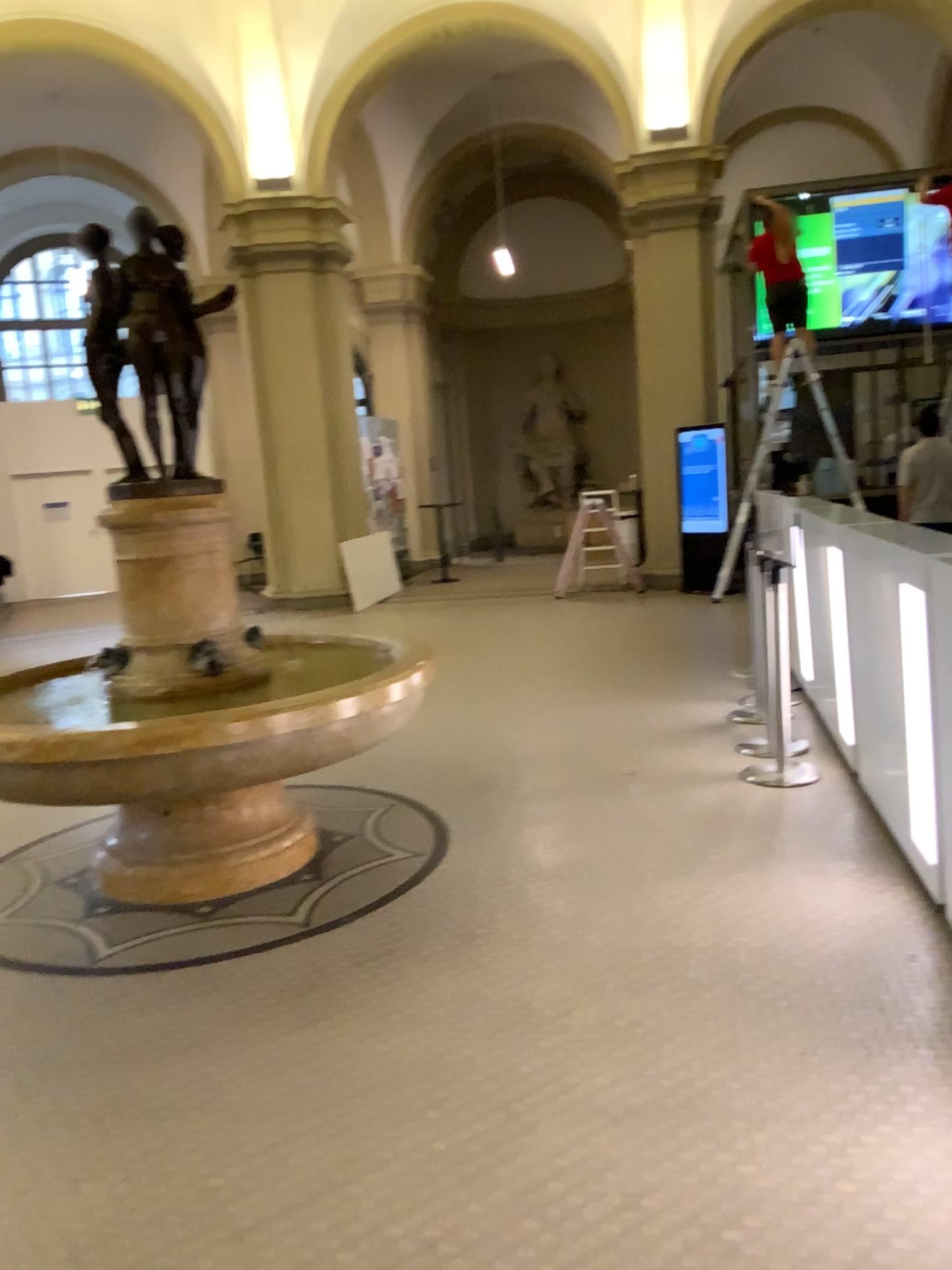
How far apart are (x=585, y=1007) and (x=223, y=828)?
1.8 meters
